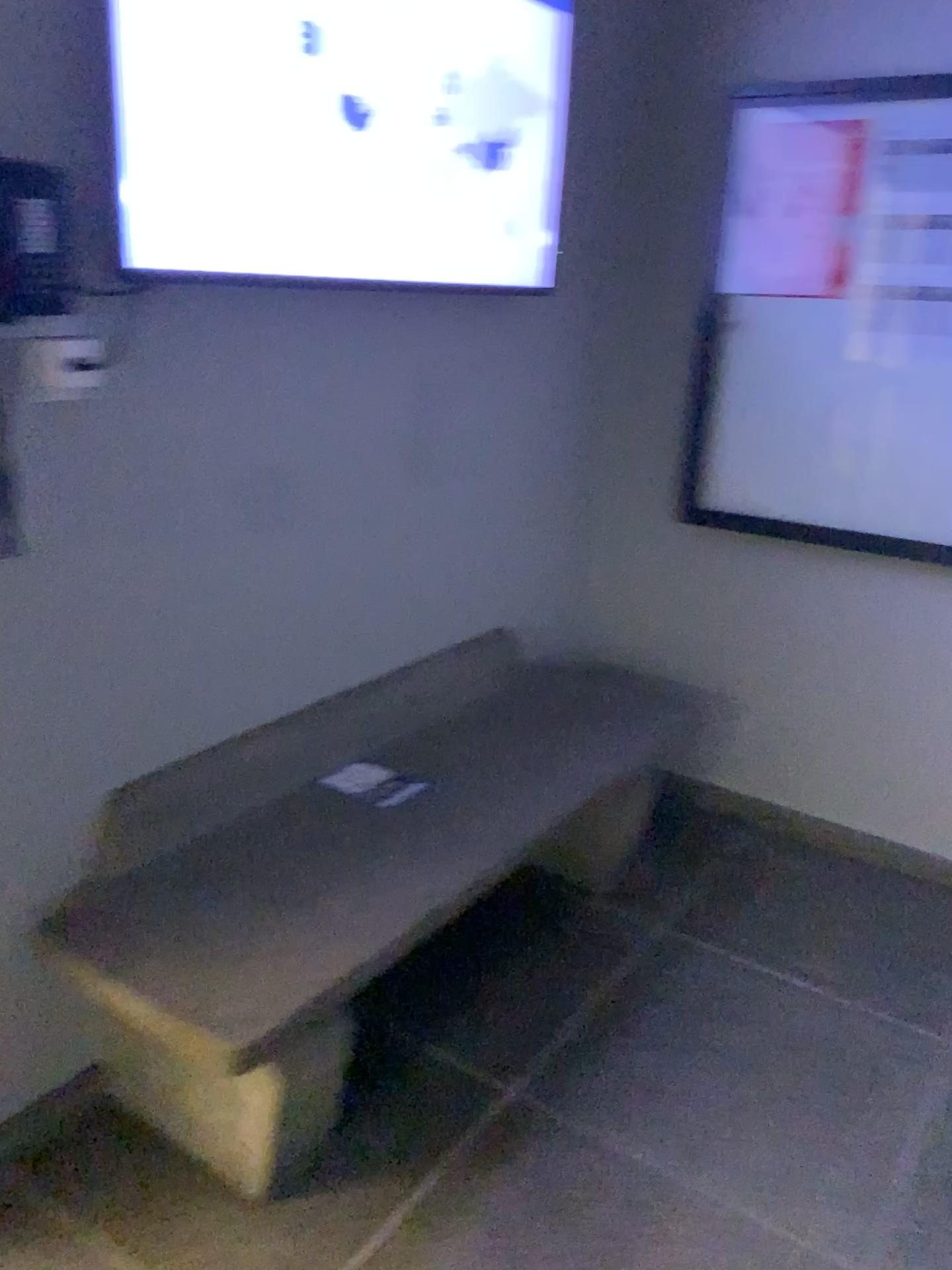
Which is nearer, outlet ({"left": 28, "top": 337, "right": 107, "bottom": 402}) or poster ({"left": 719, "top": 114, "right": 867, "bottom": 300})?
outlet ({"left": 28, "top": 337, "right": 107, "bottom": 402})

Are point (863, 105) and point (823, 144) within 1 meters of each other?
yes

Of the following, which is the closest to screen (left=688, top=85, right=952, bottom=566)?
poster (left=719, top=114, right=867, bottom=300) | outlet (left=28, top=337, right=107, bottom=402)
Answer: poster (left=719, top=114, right=867, bottom=300)

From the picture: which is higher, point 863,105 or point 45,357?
point 863,105

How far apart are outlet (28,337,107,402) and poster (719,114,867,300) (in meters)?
1.75

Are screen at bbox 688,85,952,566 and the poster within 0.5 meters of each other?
yes

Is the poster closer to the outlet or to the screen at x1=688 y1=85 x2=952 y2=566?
the screen at x1=688 y1=85 x2=952 y2=566

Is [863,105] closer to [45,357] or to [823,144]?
[823,144]

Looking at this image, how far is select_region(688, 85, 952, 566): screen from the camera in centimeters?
252cm

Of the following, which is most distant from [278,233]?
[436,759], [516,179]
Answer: [436,759]
